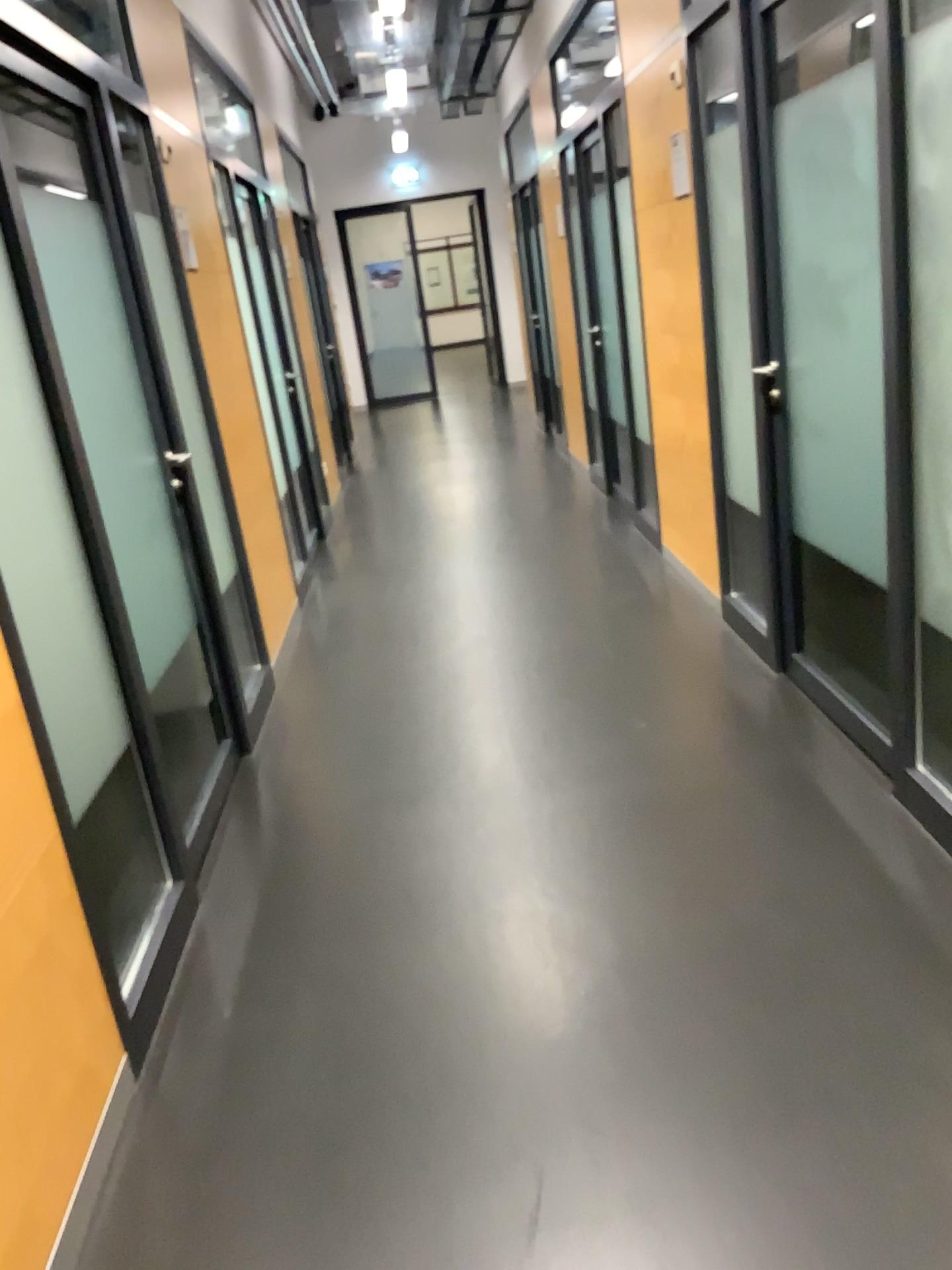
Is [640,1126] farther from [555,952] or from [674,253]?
[674,253]
